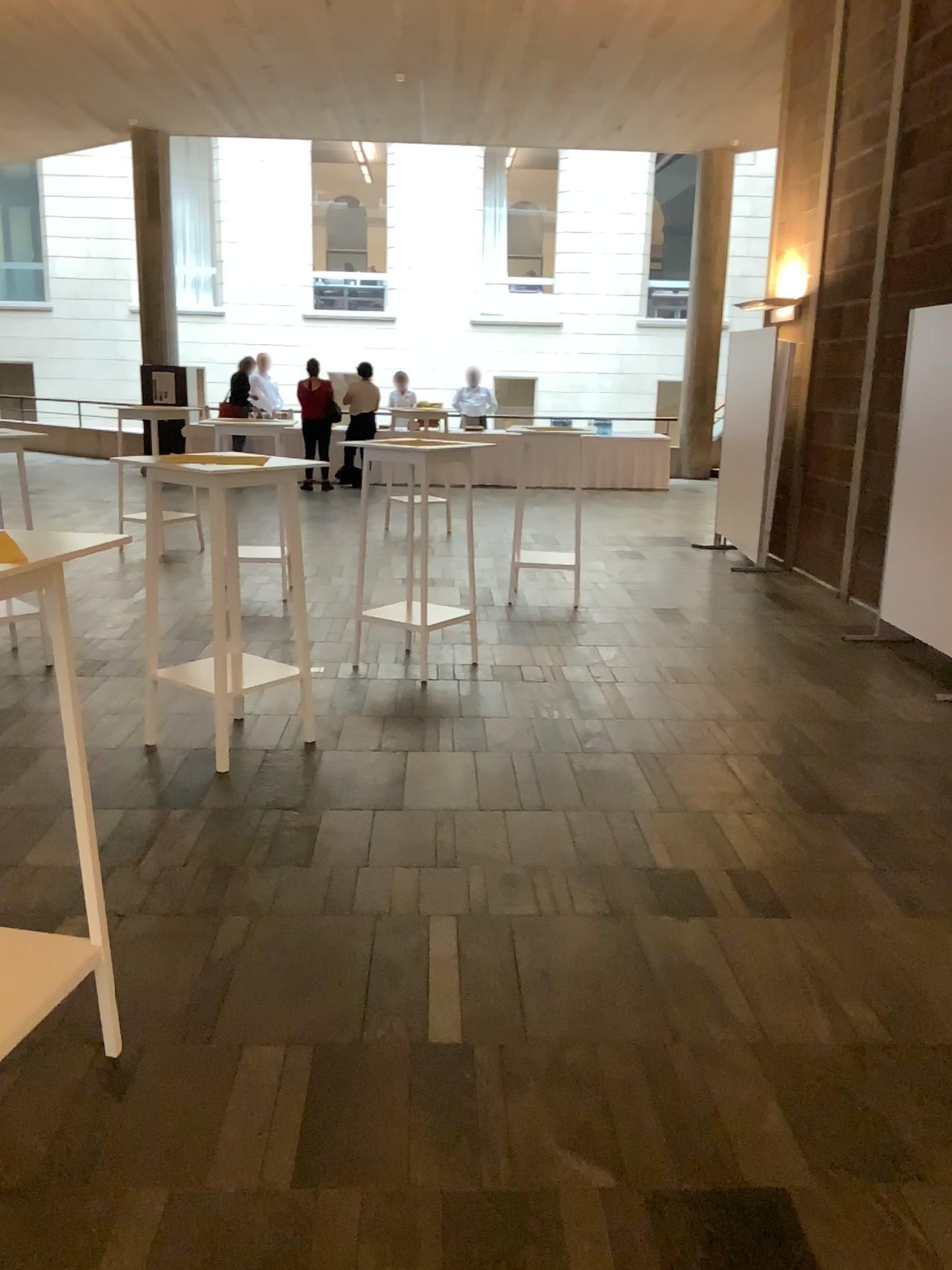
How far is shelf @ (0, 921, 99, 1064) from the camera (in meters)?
2.10

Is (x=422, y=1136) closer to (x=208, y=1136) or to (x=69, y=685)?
(x=208, y=1136)

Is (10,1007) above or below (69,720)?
below

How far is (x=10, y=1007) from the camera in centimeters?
210cm
